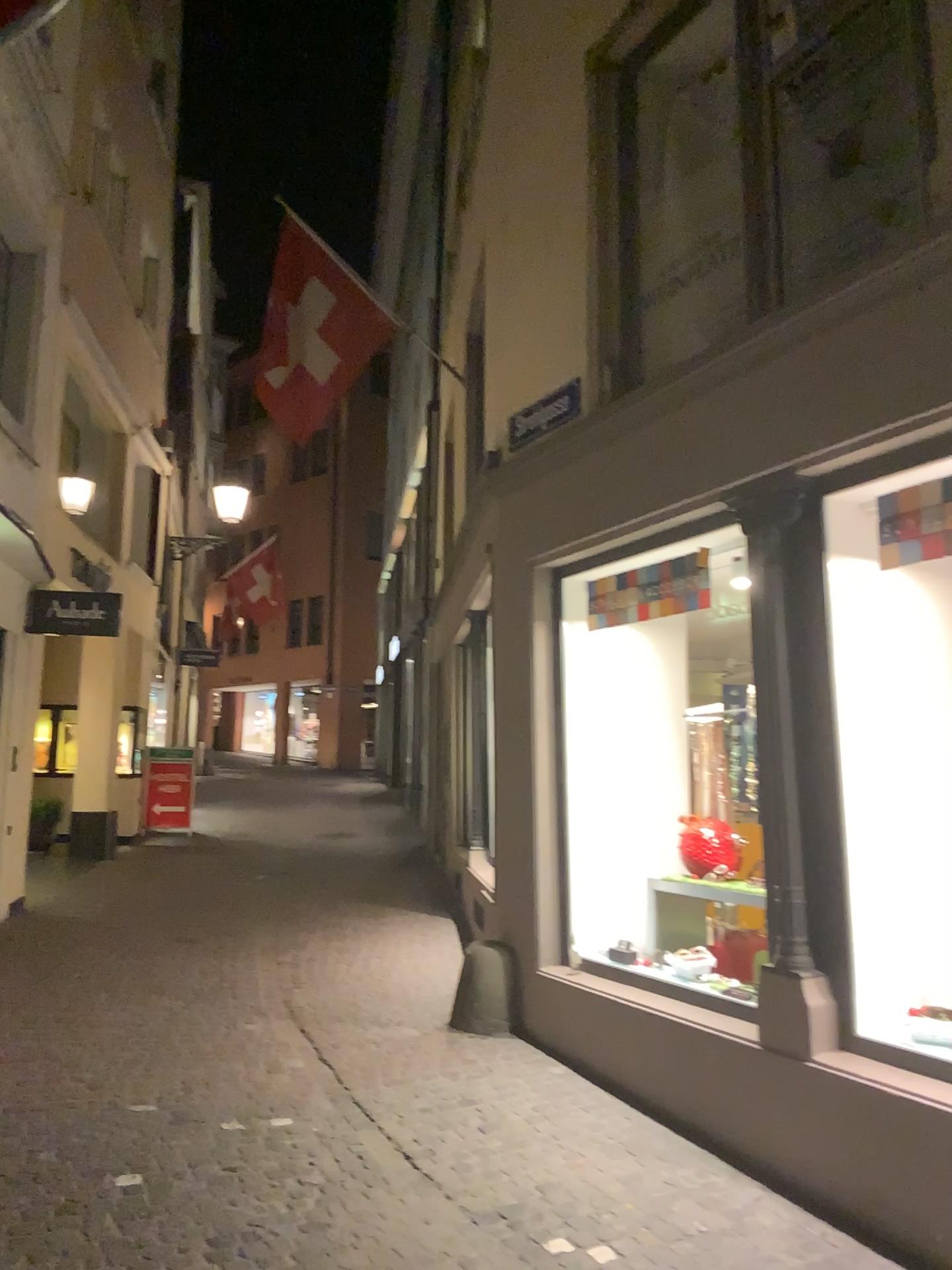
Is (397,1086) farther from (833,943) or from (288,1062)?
(833,943)
